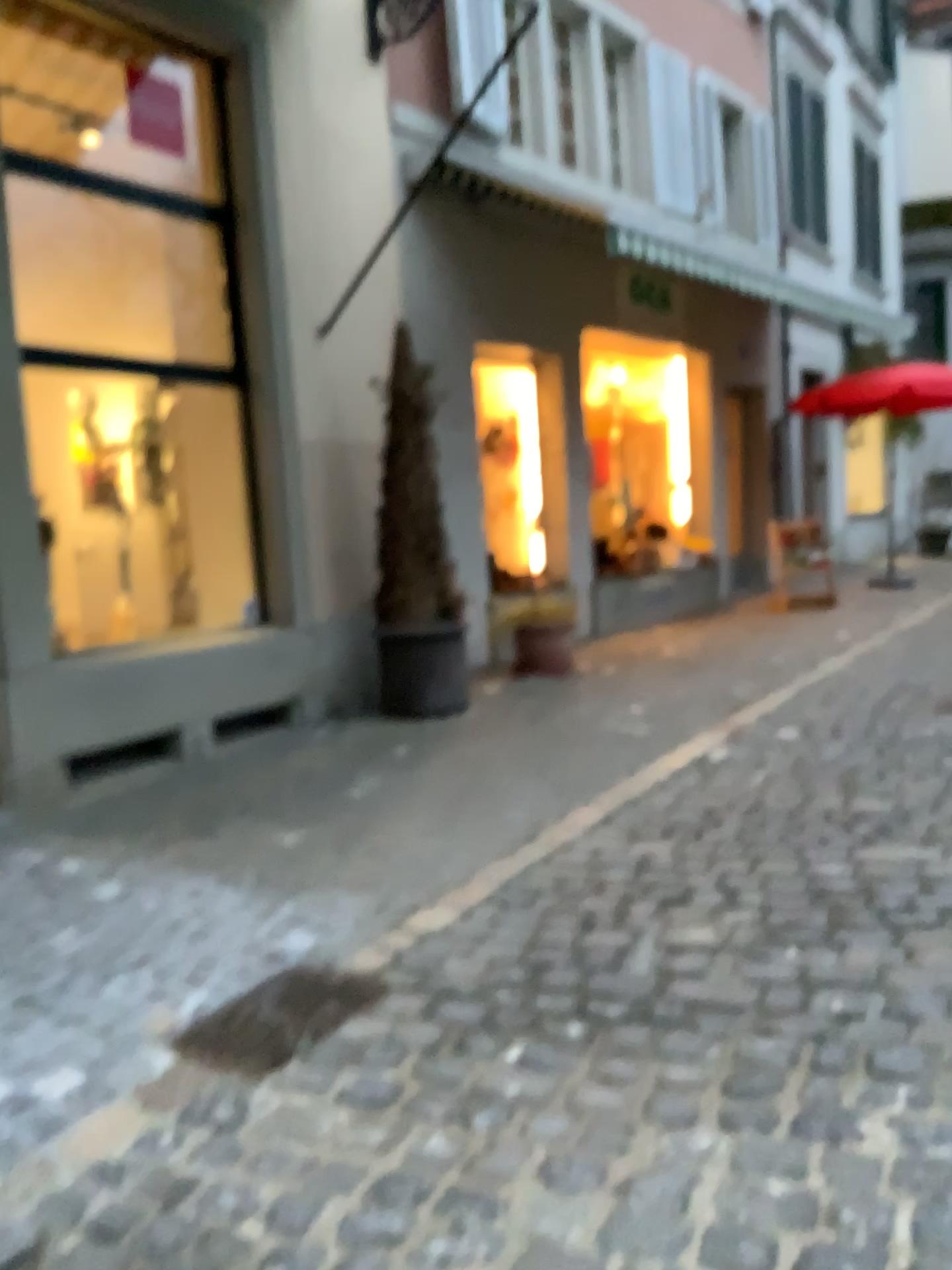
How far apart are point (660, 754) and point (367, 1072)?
2.8m
